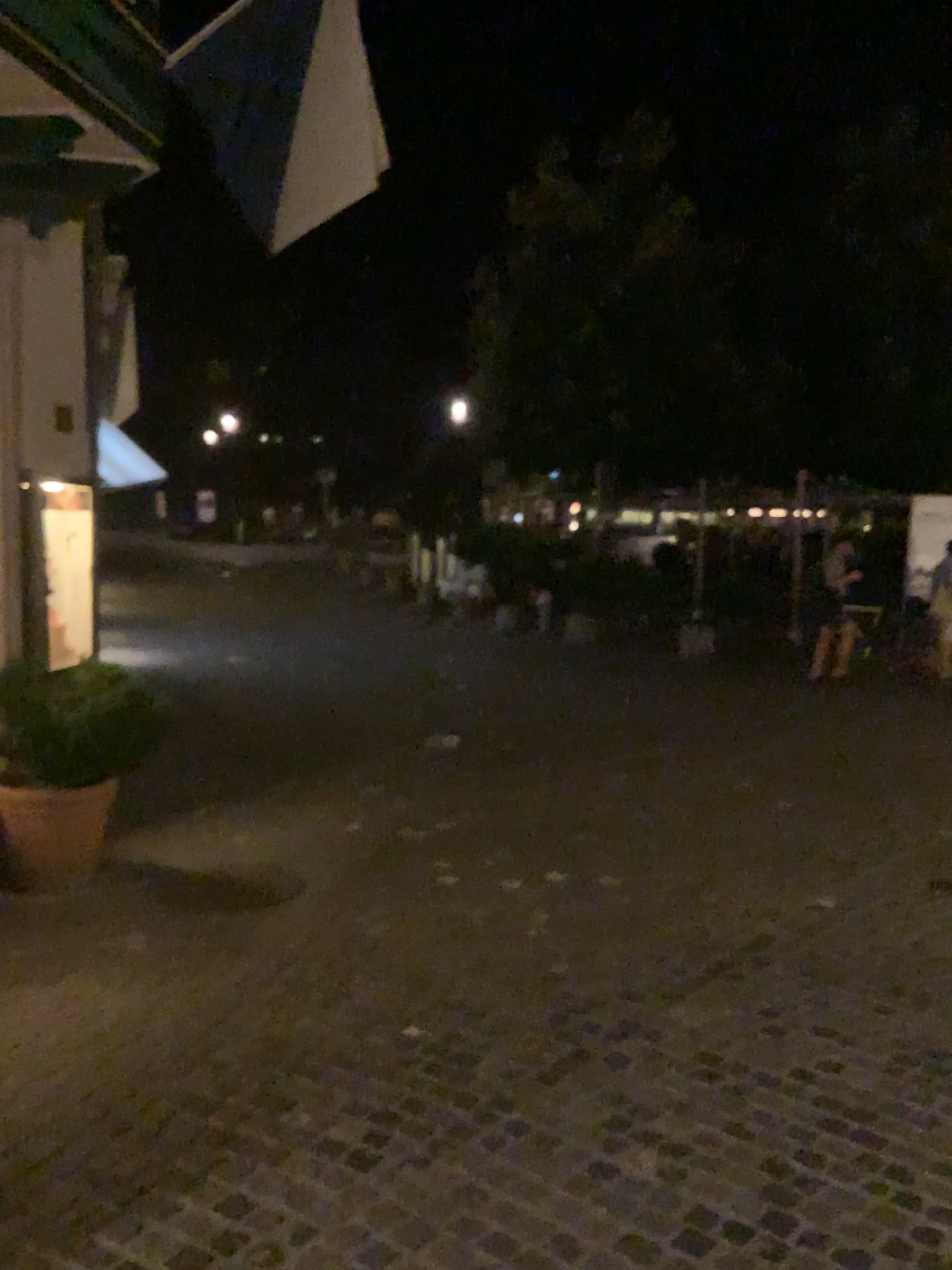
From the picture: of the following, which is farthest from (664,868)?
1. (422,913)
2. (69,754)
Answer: (69,754)
